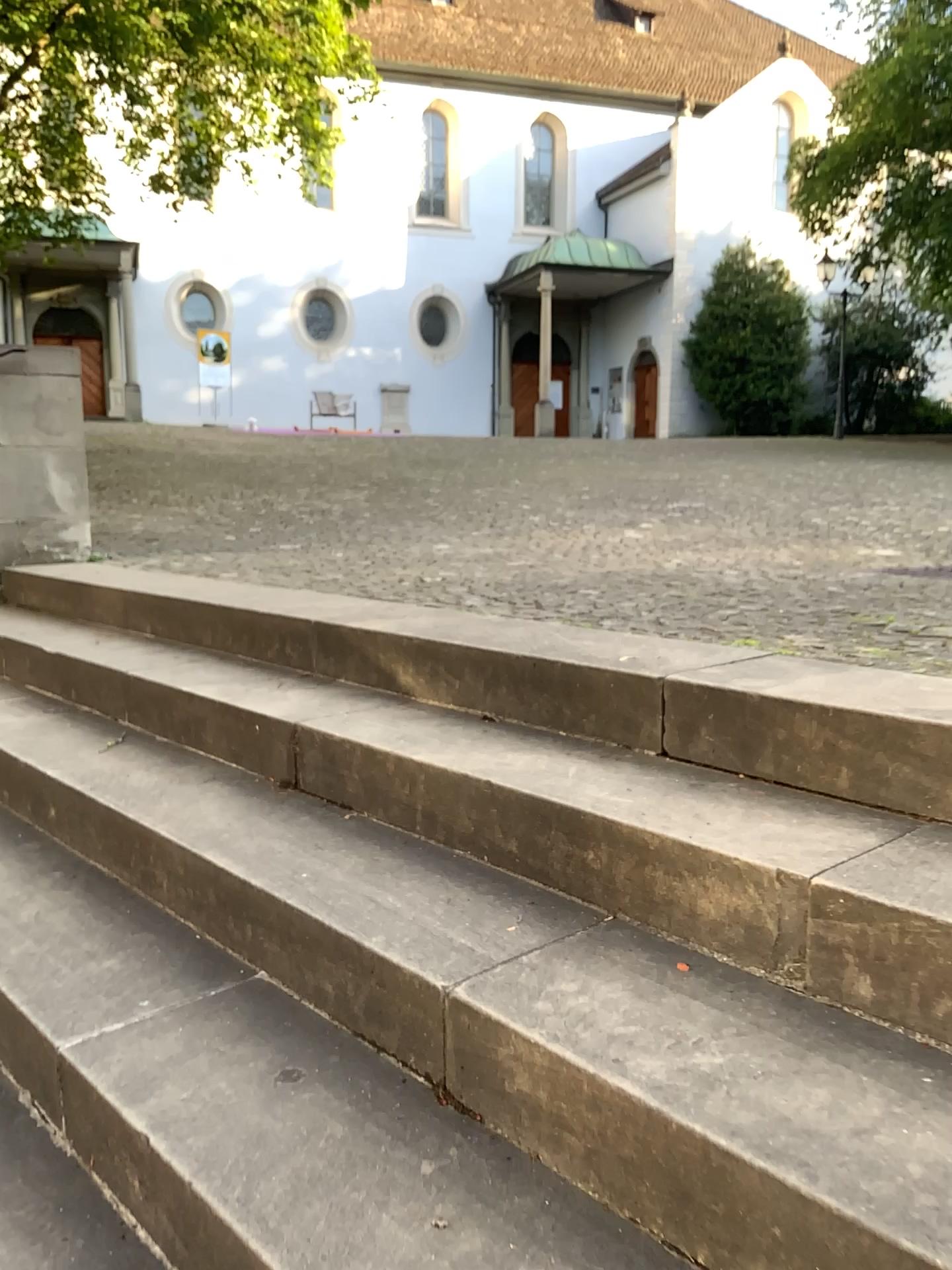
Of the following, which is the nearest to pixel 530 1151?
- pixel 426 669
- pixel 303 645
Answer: pixel 426 669
